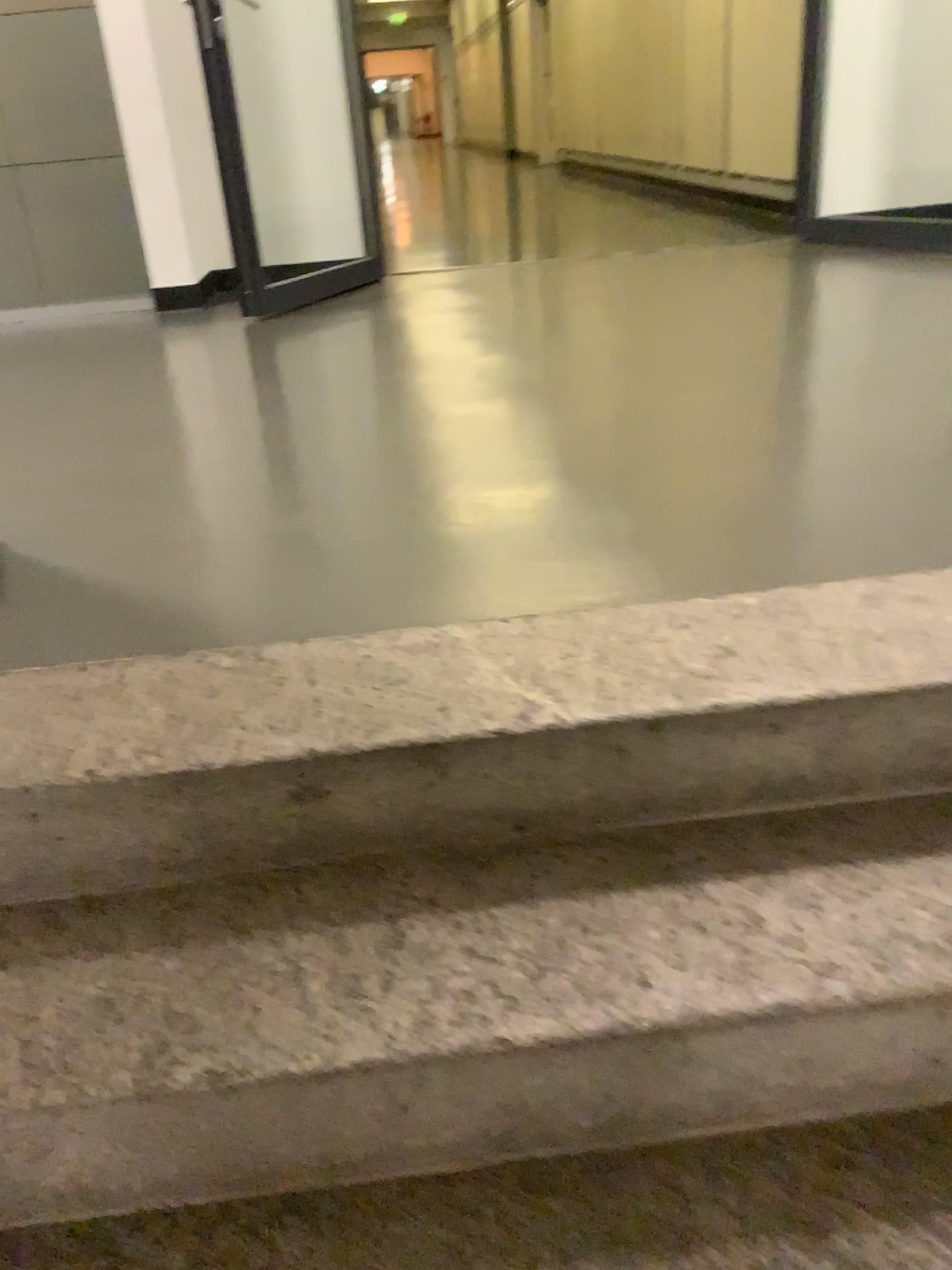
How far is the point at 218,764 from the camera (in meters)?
1.18

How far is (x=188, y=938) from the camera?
1.1m

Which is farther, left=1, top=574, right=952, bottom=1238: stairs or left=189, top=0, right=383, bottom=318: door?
left=189, top=0, right=383, bottom=318: door

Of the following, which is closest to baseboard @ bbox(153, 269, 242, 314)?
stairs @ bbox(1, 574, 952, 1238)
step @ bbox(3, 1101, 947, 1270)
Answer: stairs @ bbox(1, 574, 952, 1238)

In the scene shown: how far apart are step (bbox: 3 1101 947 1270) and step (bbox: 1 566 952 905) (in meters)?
0.34

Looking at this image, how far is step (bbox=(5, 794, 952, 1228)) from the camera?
1.0 meters

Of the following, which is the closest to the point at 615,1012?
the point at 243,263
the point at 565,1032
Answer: the point at 565,1032

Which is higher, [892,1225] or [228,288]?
[228,288]

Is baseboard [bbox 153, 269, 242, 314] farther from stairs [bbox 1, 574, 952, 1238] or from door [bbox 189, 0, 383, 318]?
stairs [bbox 1, 574, 952, 1238]

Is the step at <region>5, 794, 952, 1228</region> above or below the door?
below
